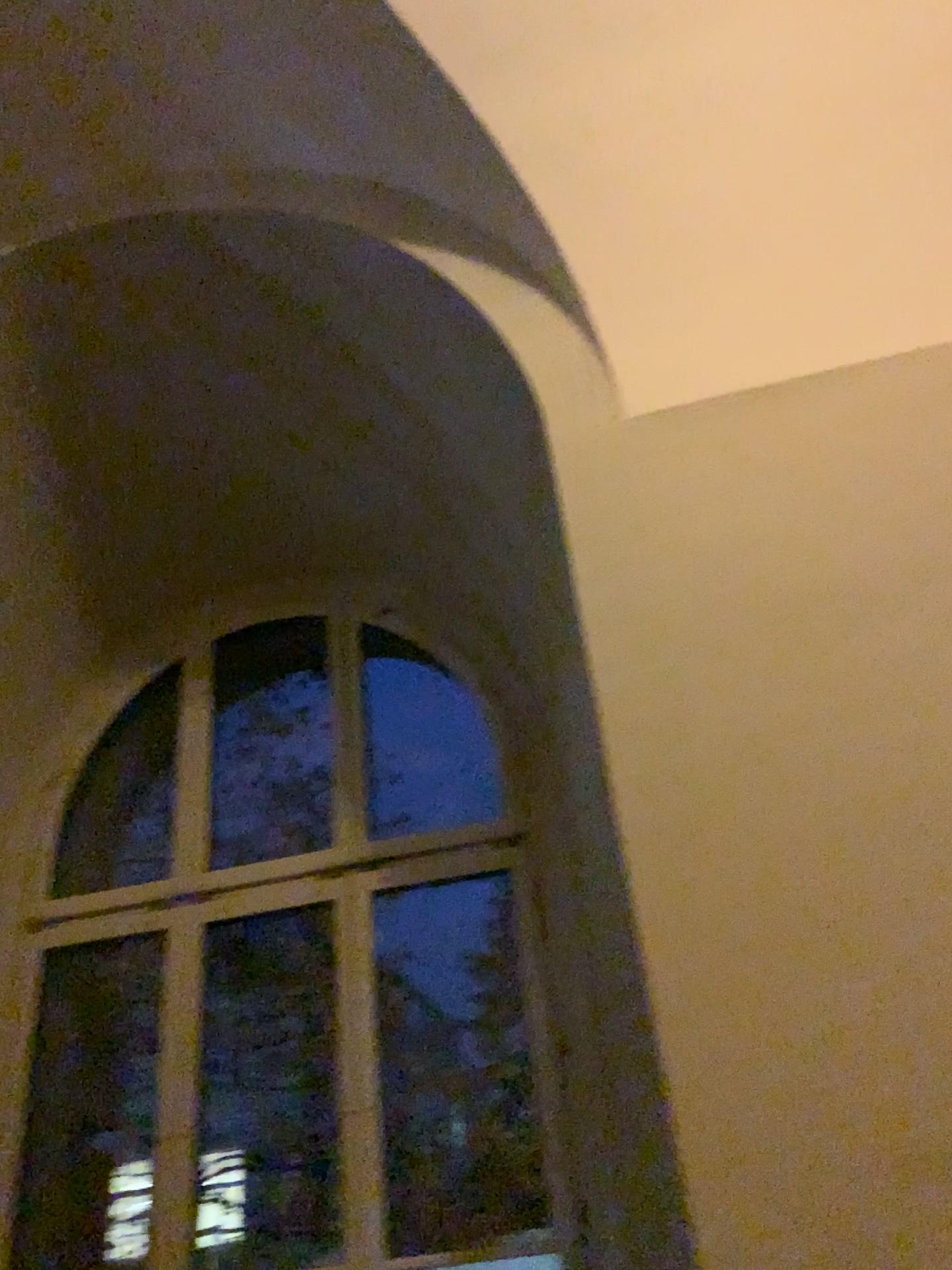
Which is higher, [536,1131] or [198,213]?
[198,213]
